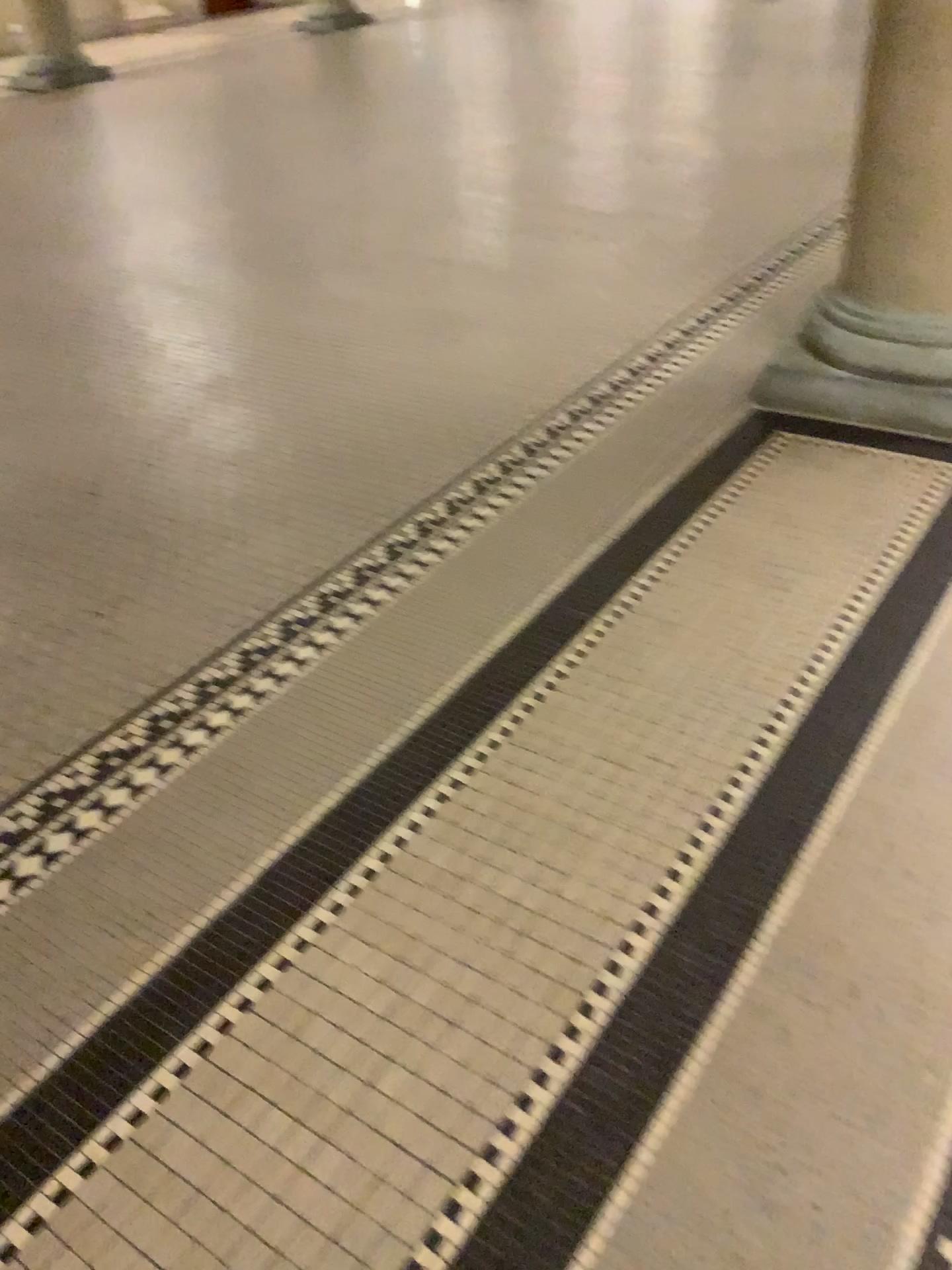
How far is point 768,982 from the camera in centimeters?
147cm

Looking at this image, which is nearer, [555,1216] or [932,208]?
[555,1216]

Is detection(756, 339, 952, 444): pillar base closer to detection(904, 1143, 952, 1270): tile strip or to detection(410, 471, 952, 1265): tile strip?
detection(410, 471, 952, 1265): tile strip

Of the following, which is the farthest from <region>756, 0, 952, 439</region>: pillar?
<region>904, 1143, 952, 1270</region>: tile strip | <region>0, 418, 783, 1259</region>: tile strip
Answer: <region>904, 1143, 952, 1270</region>: tile strip

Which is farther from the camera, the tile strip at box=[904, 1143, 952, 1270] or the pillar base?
the pillar base

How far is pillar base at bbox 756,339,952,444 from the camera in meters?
2.8 m

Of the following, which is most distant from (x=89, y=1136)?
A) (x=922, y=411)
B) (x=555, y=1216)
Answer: (x=922, y=411)

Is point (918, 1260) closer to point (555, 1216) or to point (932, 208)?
point (555, 1216)

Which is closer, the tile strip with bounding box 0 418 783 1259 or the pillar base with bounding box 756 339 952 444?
the tile strip with bounding box 0 418 783 1259

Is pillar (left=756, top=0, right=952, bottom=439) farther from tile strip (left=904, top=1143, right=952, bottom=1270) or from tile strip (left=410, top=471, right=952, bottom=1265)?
tile strip (left=904, top=1143, right=952, bottom=1270)
